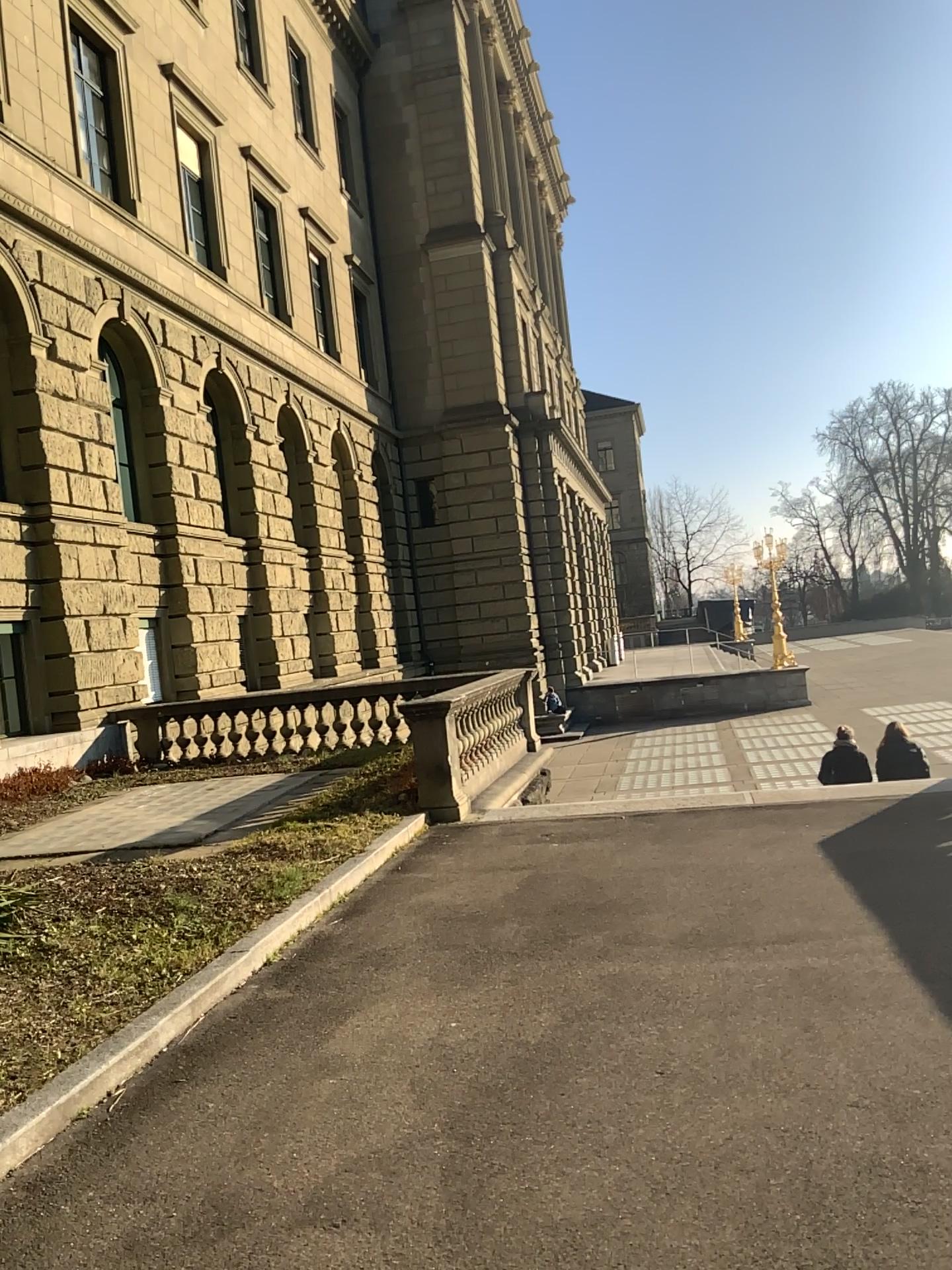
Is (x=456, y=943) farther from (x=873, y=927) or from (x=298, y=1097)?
(x=873, y=927)
